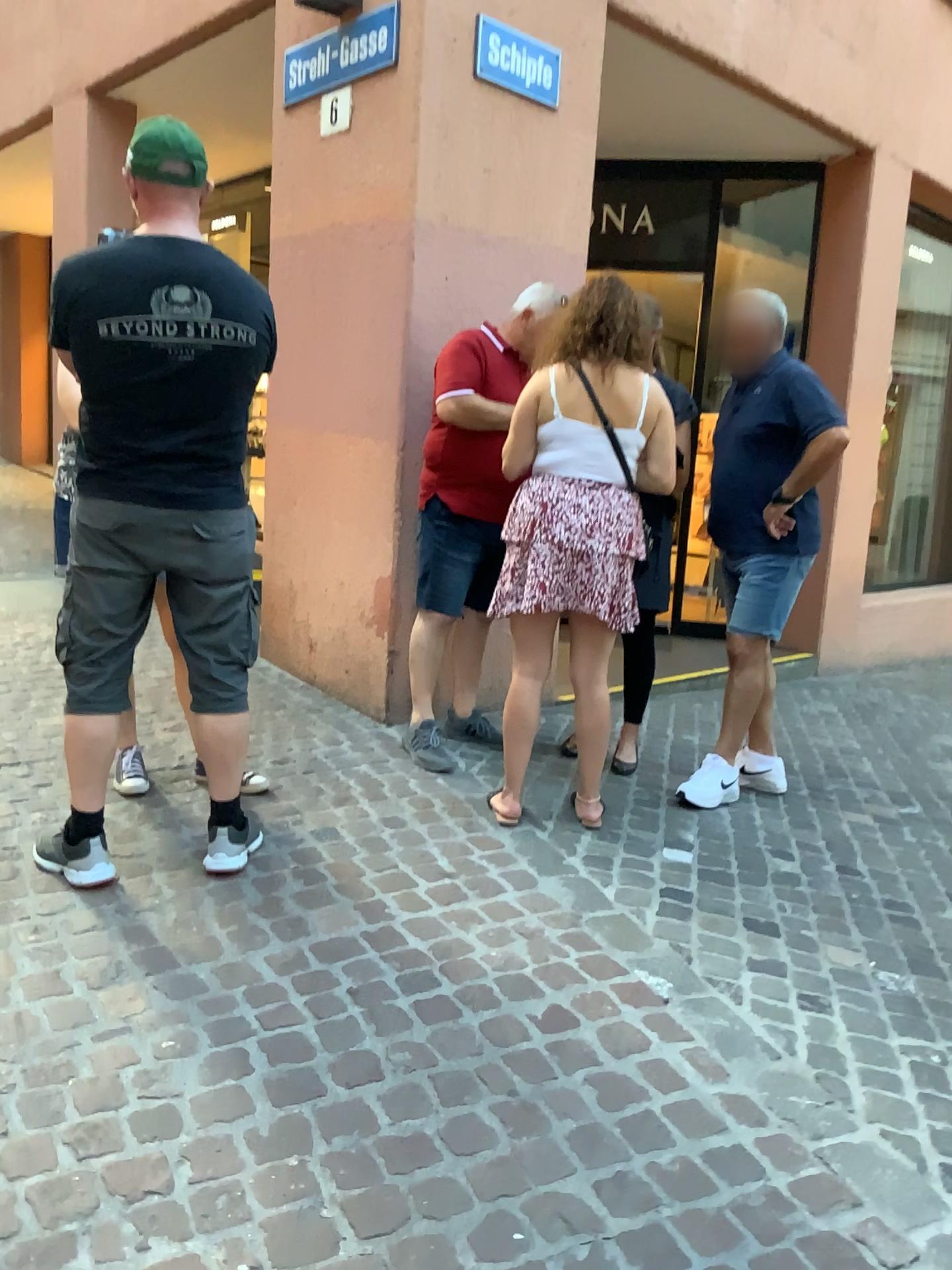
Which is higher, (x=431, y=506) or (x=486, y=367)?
(x=486, y=367)

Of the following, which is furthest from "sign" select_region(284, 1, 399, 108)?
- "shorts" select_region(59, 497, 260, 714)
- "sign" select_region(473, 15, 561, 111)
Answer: "shorts" select_region(59, 497, 260, 714)

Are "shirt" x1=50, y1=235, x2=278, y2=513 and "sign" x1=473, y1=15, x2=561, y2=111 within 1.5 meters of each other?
no

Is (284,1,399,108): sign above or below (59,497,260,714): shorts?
above

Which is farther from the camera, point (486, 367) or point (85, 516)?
point (486, 367)

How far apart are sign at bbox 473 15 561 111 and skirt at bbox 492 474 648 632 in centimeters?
174cm

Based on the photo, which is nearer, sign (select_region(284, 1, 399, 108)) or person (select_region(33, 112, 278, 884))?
person (select_region(33, 112, 278, 884))

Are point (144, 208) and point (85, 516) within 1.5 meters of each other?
yes

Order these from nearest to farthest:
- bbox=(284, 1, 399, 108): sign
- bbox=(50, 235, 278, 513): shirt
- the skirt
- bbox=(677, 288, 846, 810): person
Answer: bbox=(50, 235, 278, 513): shirt, the skirt, bbox=(677, 288, 846, 810): person, bbox=(284, 1, 399, 108): sign

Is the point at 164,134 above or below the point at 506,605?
above
